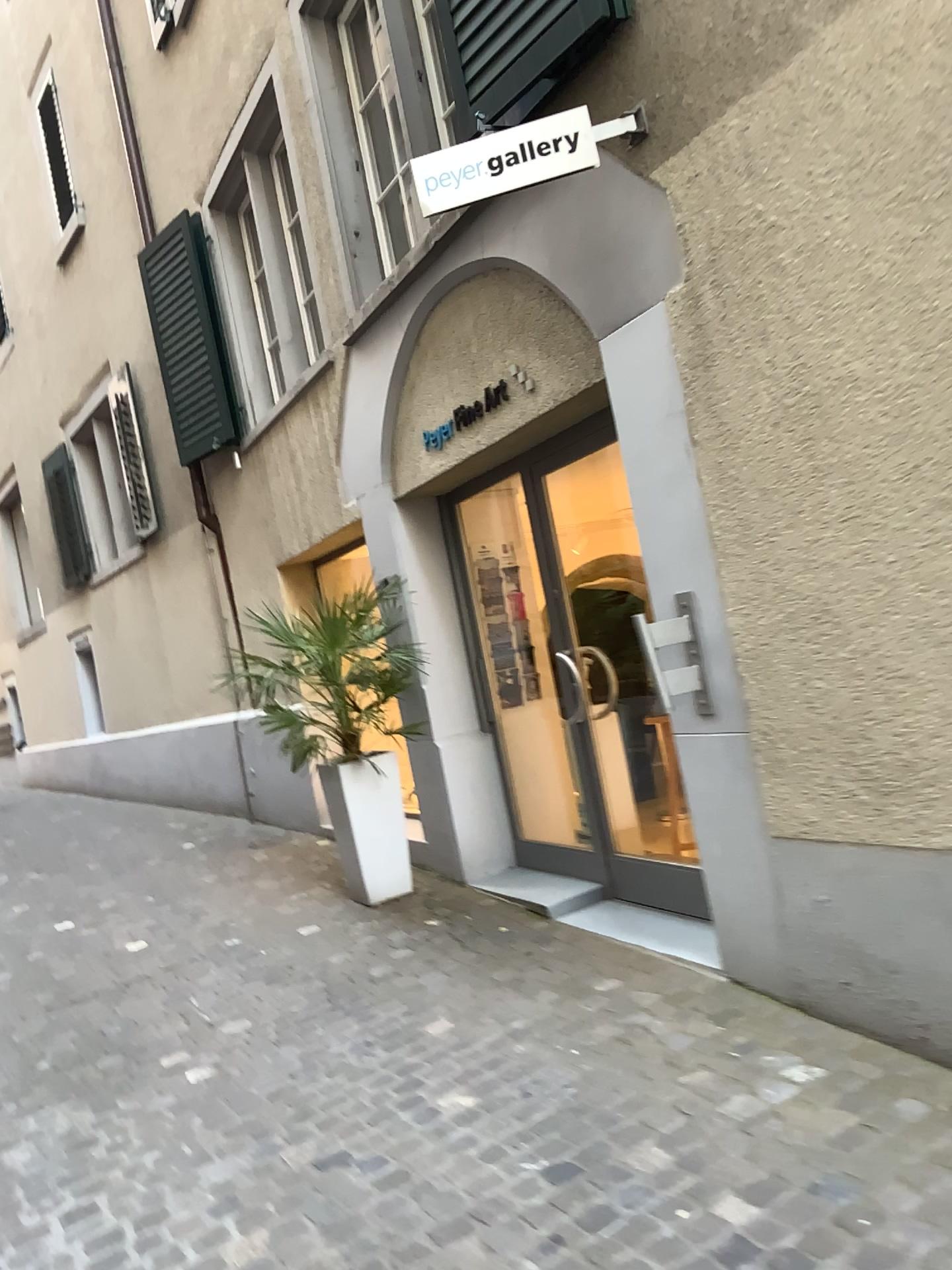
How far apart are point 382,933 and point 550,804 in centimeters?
96cm

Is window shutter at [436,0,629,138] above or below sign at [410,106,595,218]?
above

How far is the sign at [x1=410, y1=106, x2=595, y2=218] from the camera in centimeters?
315cm

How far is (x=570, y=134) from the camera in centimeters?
314cm

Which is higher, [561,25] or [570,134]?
[561,25]
